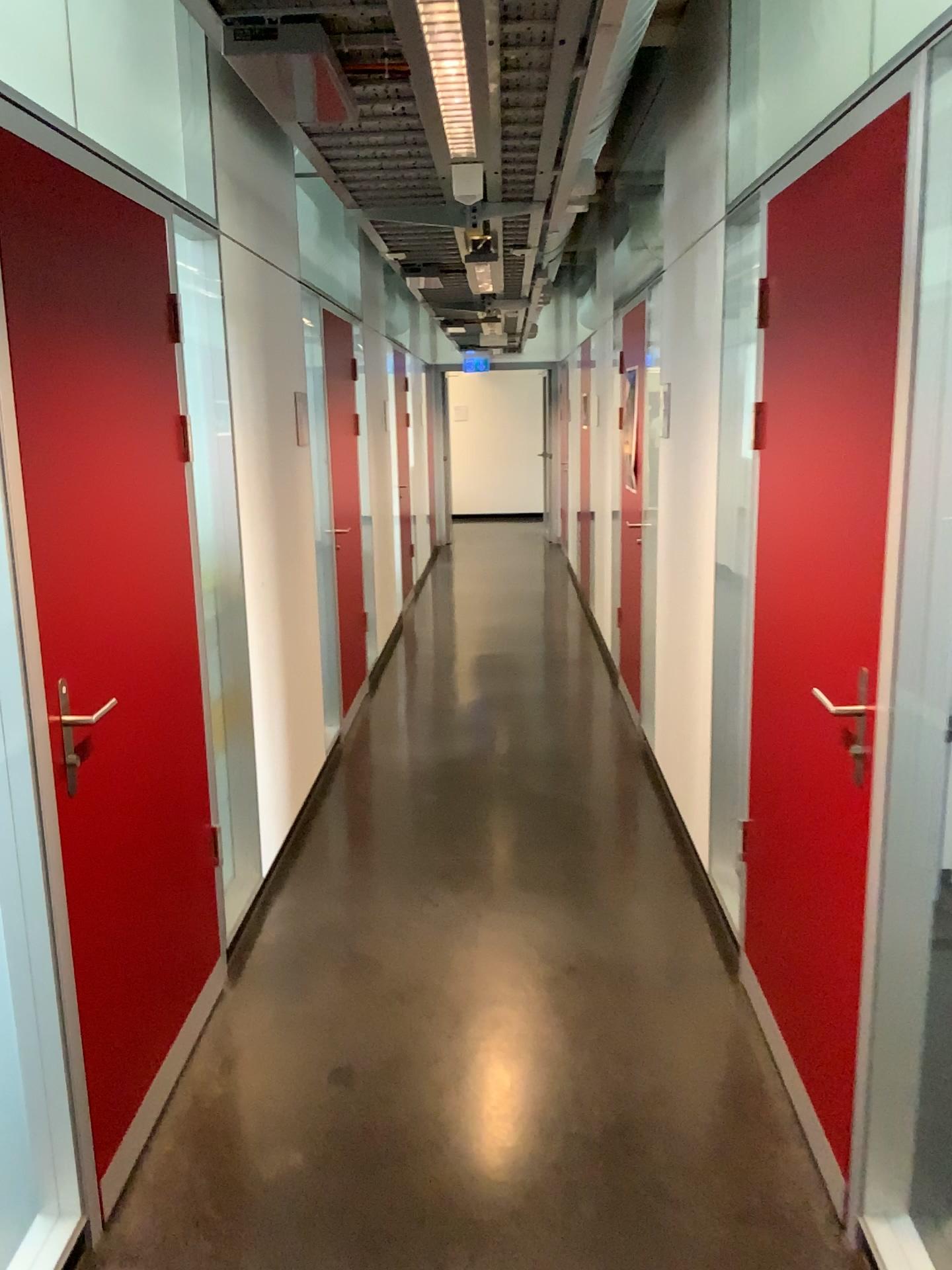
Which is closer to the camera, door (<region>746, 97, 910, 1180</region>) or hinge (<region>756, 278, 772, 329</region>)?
door (<region>746, 97, 910, 1180</region>)

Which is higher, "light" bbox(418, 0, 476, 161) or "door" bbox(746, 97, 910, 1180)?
"light" bbox(418, 0, 476, 161)

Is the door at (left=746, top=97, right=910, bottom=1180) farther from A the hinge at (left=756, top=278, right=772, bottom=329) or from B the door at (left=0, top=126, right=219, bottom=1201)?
B the door at (left=0, top=126, right=219, bottom=1201)

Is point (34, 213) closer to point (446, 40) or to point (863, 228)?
point (446, 40)

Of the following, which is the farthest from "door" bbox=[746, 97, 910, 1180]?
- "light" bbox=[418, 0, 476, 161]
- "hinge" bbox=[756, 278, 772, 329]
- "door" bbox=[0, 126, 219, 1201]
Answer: "door" bbox=[0, 126, 219, 1201]

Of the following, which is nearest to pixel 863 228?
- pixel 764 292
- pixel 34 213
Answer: pixel 764 292

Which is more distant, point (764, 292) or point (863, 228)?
point (764, 292)

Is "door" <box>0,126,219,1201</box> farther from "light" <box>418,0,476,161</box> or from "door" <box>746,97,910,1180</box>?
"door" <box>746,97,910,1180</box>

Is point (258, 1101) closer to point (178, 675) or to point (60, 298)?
point (178, 675)

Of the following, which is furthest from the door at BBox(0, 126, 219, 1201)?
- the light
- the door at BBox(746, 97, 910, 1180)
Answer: the door at BBox(746, 97, 910, 1180)
